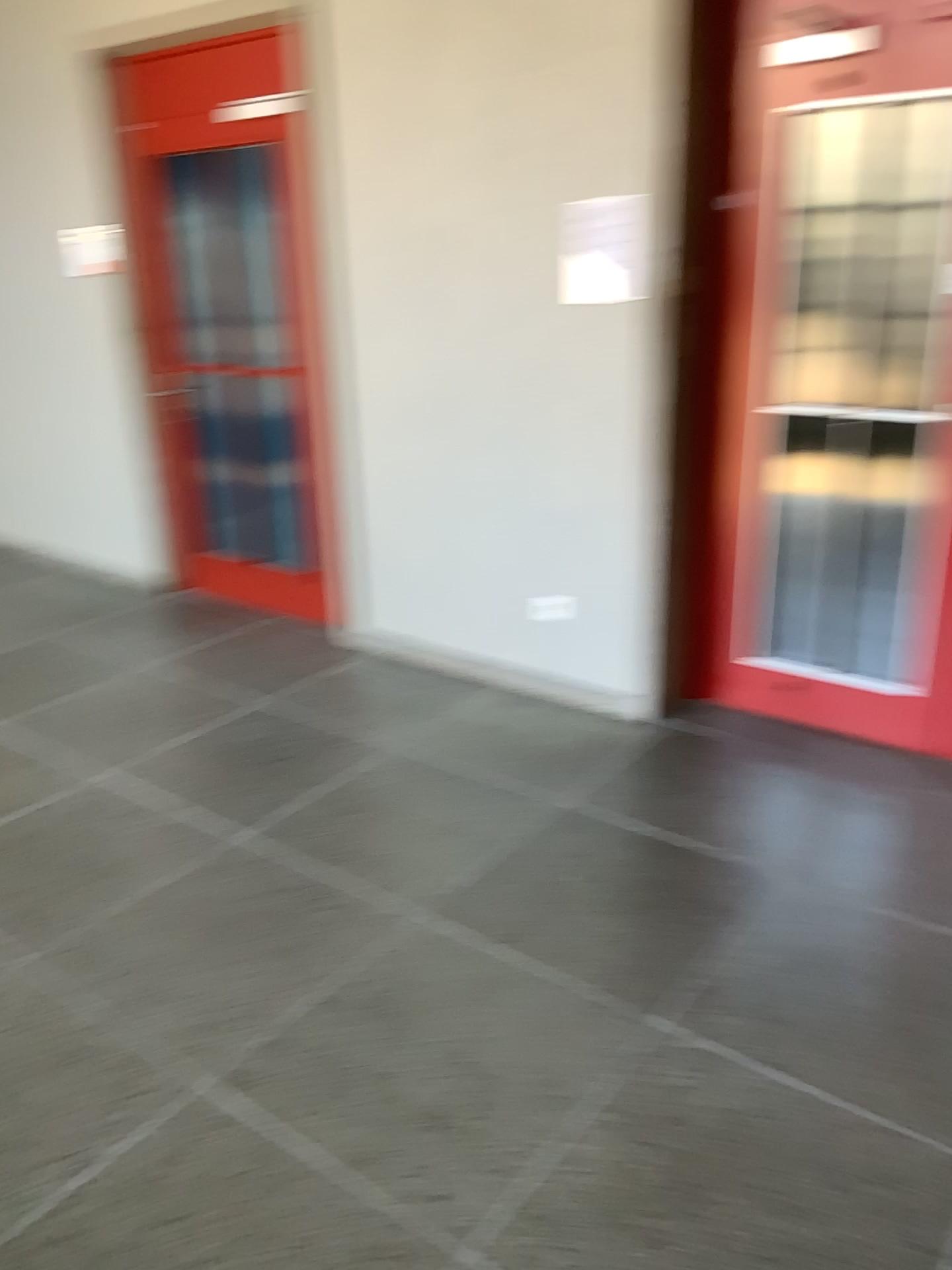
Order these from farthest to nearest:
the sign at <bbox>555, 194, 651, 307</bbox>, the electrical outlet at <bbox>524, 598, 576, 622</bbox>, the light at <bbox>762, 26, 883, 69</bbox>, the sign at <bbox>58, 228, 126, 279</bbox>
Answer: the sign at <bbox>58, 228, 126, 279</bbox>
the electrical outlet at <bbox>524, 598, 576, 622</bbox>
the sign at <bbox>555, 194, 651, 307</bbox>
the light at <bbox>762, 26, 883, 69</bbox>

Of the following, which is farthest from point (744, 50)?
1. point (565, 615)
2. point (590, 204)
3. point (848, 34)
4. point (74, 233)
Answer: point (74, 233)

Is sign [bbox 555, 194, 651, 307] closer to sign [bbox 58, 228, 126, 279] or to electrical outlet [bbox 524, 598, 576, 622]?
electrical outlet [bbox 524, 598, 576, 622]

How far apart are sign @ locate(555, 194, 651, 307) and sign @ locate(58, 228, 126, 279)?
2.2 meters

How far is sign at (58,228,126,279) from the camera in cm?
454

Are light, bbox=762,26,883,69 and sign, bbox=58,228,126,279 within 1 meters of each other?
no

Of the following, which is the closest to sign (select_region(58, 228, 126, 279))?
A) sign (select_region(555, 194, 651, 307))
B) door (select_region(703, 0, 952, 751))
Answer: sign (select_region(555, 194, 651, 307))

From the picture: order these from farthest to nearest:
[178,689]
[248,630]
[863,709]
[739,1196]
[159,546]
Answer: [159,546] < [248,630] < [178,689] < [863,709] < [739,1196]

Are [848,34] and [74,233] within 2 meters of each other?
no

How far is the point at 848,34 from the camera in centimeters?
288cm
